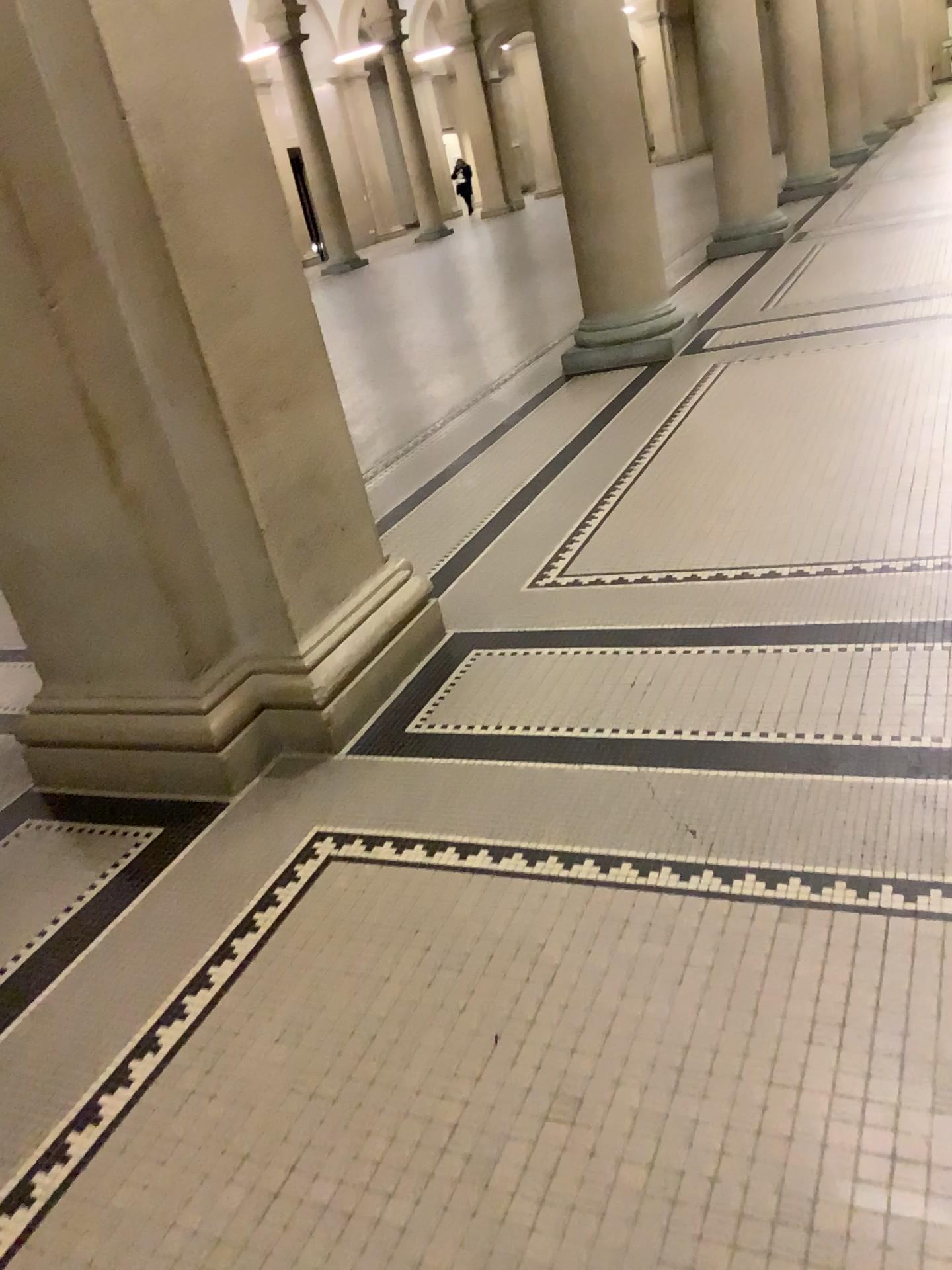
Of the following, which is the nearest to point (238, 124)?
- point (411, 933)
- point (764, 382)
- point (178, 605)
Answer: point (178, 605)
